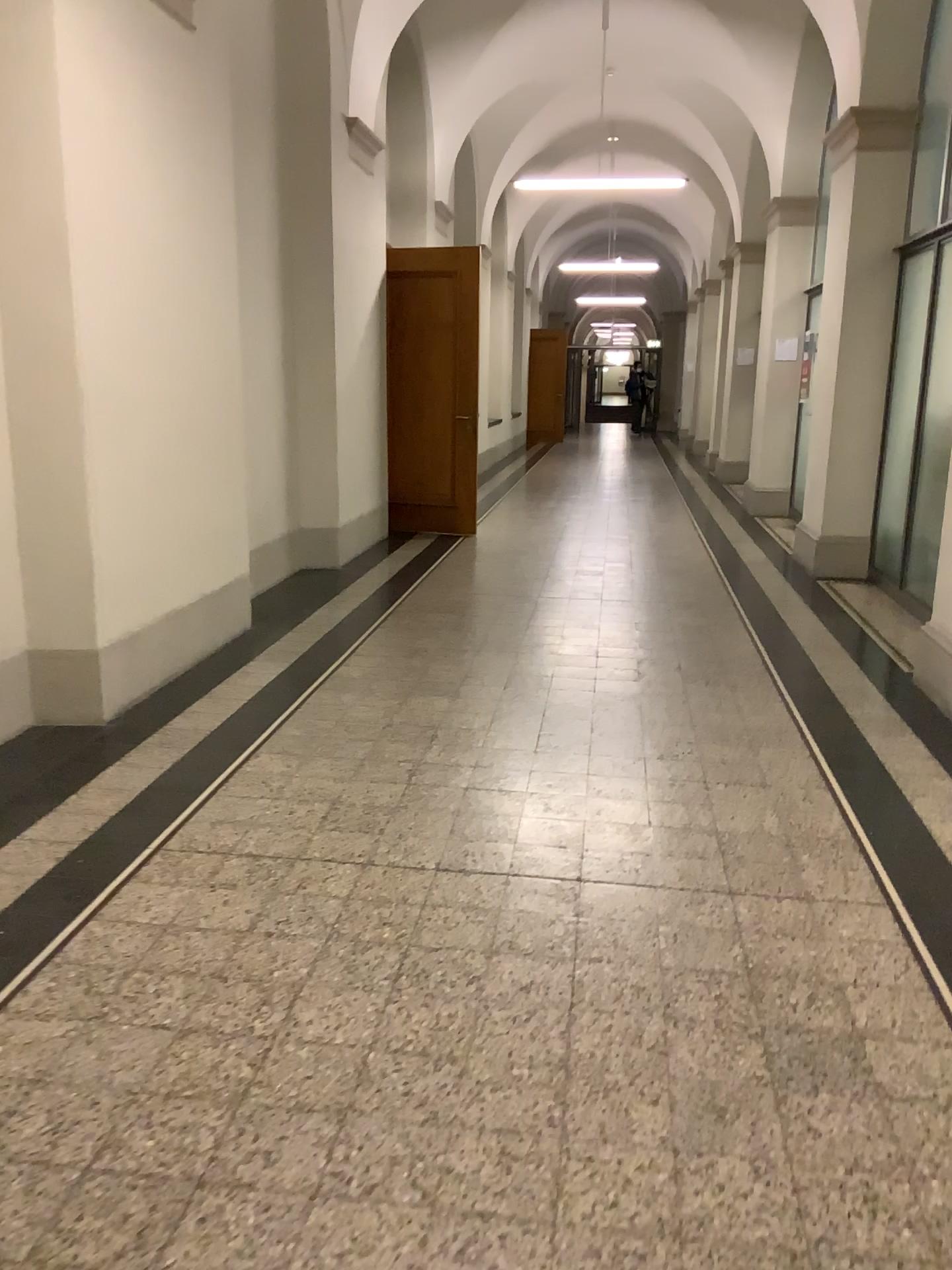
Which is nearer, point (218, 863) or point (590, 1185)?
point (590, 1185)
